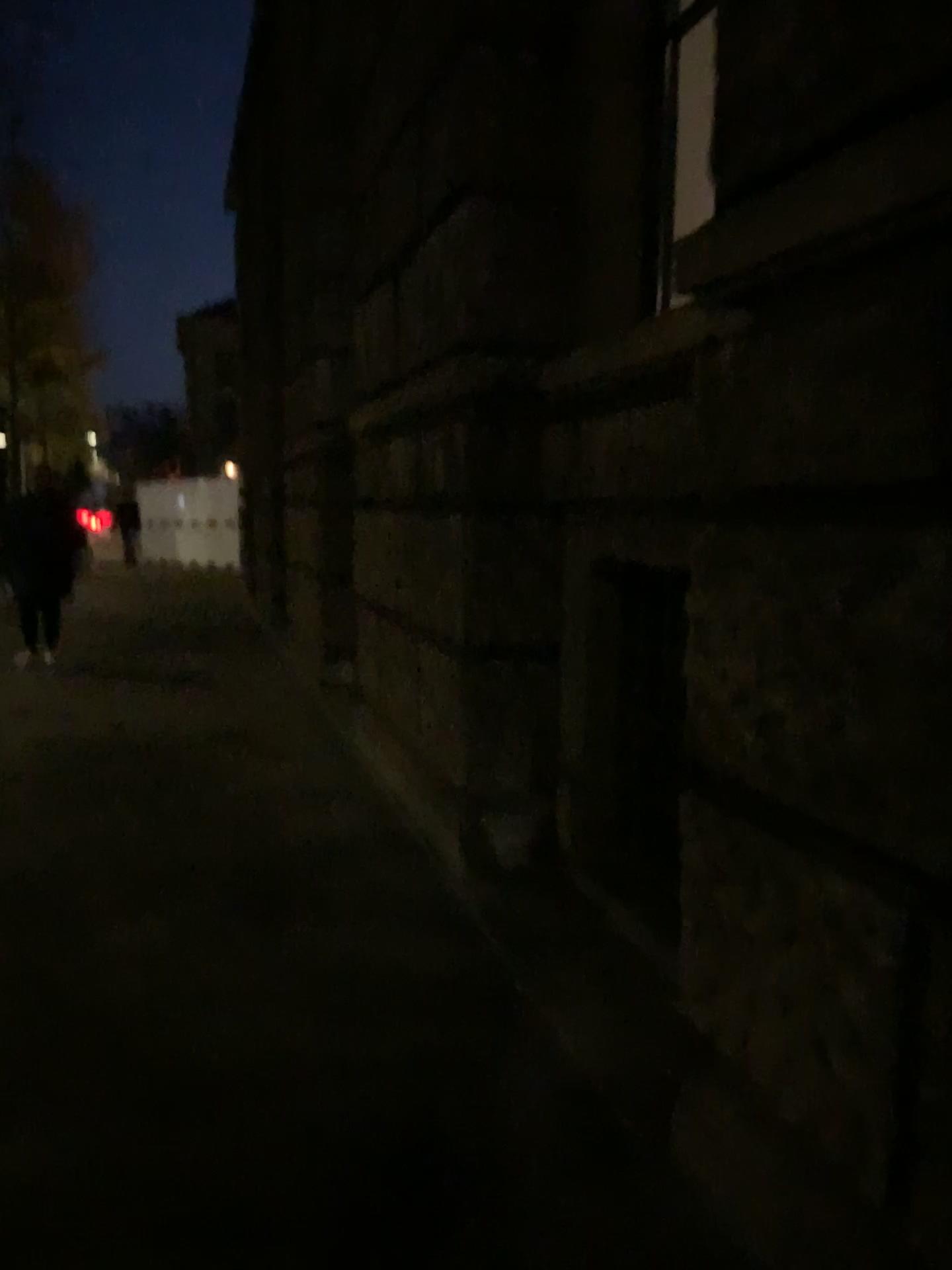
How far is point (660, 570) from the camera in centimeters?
331cm

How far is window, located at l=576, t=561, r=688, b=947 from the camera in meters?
3.3 m

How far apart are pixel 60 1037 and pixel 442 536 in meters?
2.2 m
